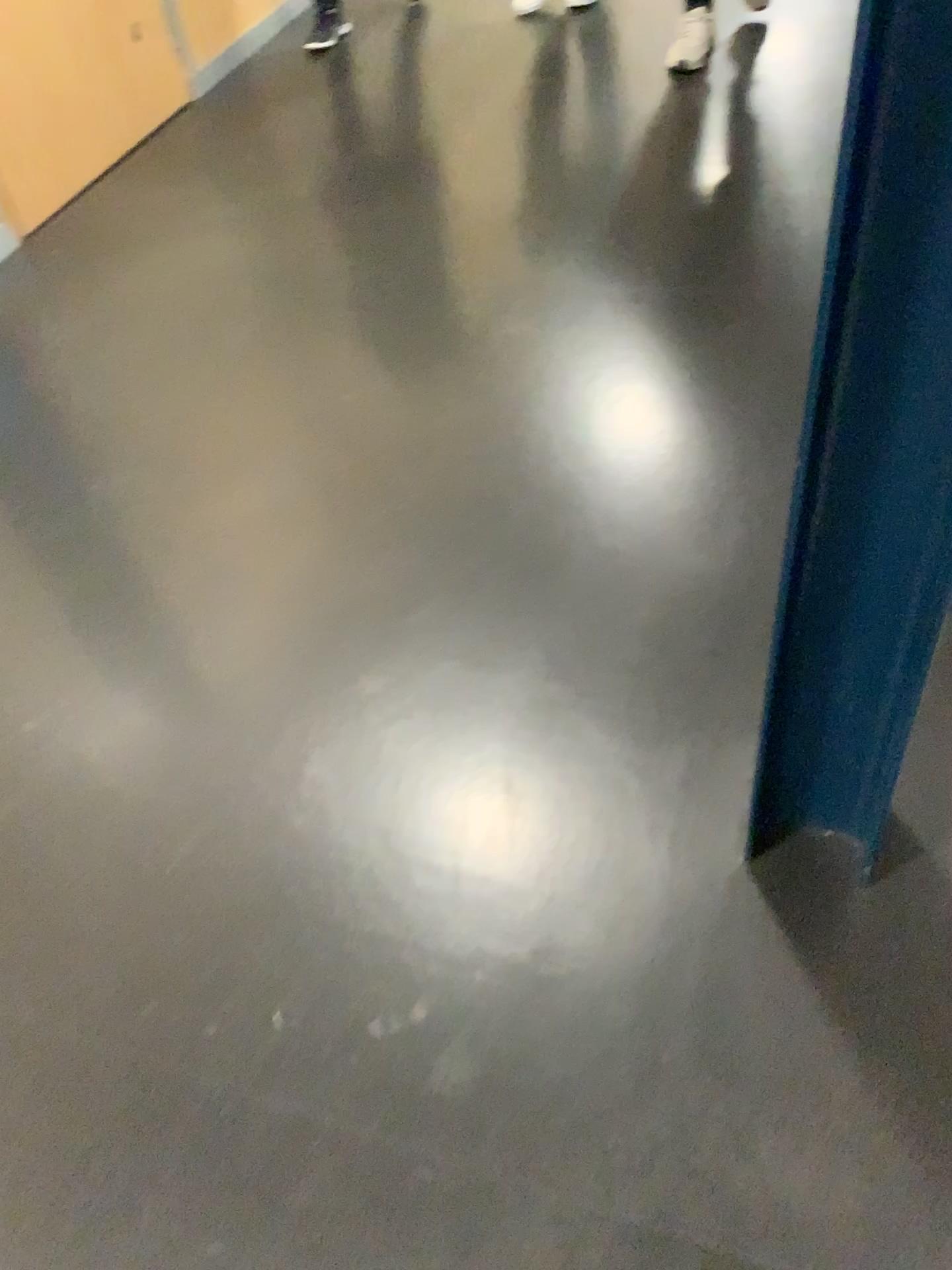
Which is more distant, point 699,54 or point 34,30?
point 699,54

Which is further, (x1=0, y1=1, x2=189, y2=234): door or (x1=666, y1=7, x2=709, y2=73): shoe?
(x1=666, y1=7, x2=709, y2=73): shoe

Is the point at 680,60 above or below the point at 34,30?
below

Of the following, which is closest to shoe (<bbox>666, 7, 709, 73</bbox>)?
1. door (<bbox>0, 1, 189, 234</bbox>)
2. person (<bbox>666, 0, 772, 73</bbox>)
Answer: person (<bbox>666, 0, 772, 73</bbox>)

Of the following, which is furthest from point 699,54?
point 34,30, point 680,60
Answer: point 34,30

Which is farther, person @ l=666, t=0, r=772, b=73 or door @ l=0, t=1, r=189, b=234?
person @ l=666, t=0, r=772, b=73

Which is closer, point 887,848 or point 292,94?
point 887,848

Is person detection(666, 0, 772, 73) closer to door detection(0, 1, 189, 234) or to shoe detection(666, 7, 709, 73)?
shoe detection(666, 7, 709, 73)
